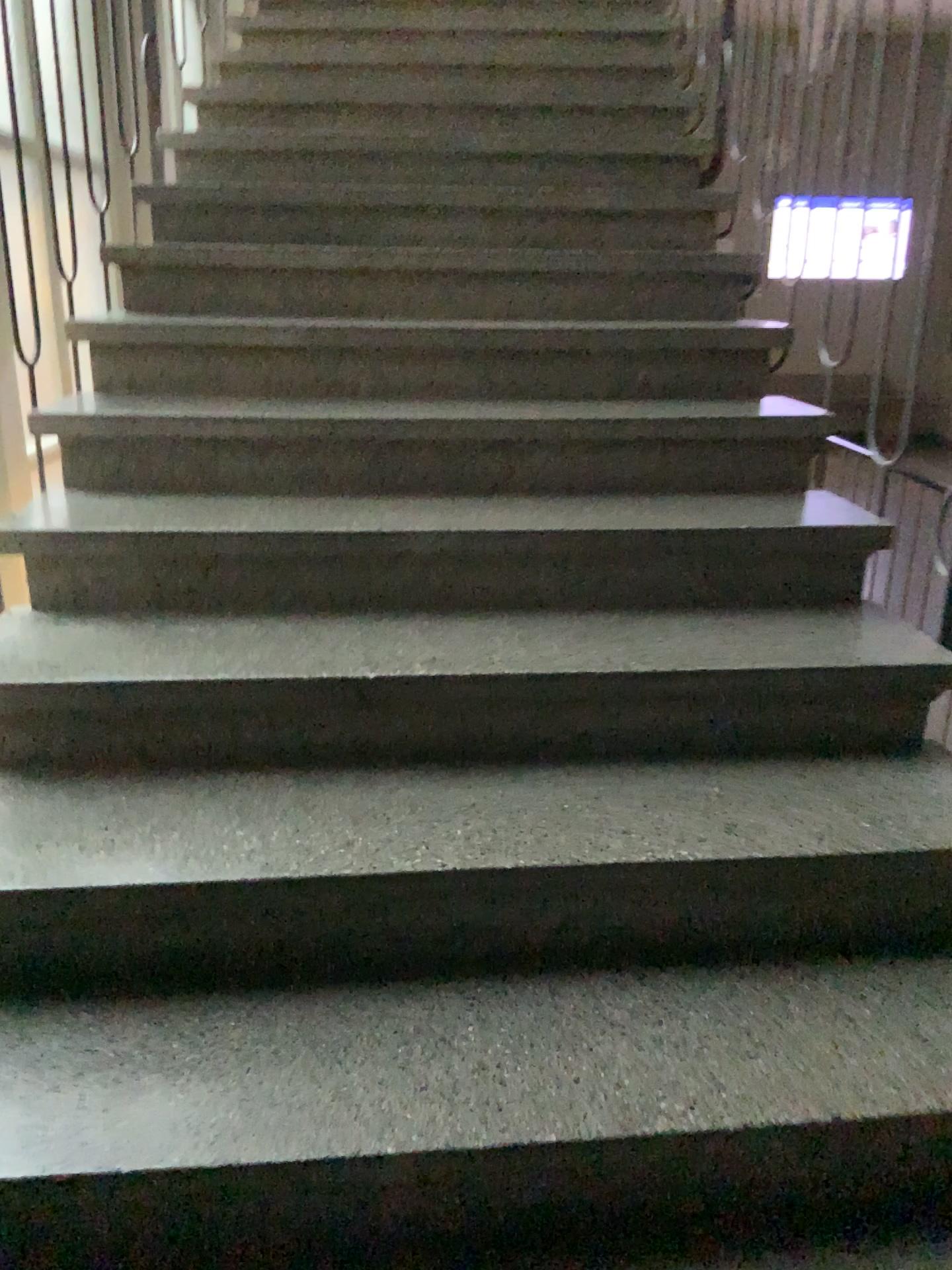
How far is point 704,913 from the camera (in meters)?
1.50
